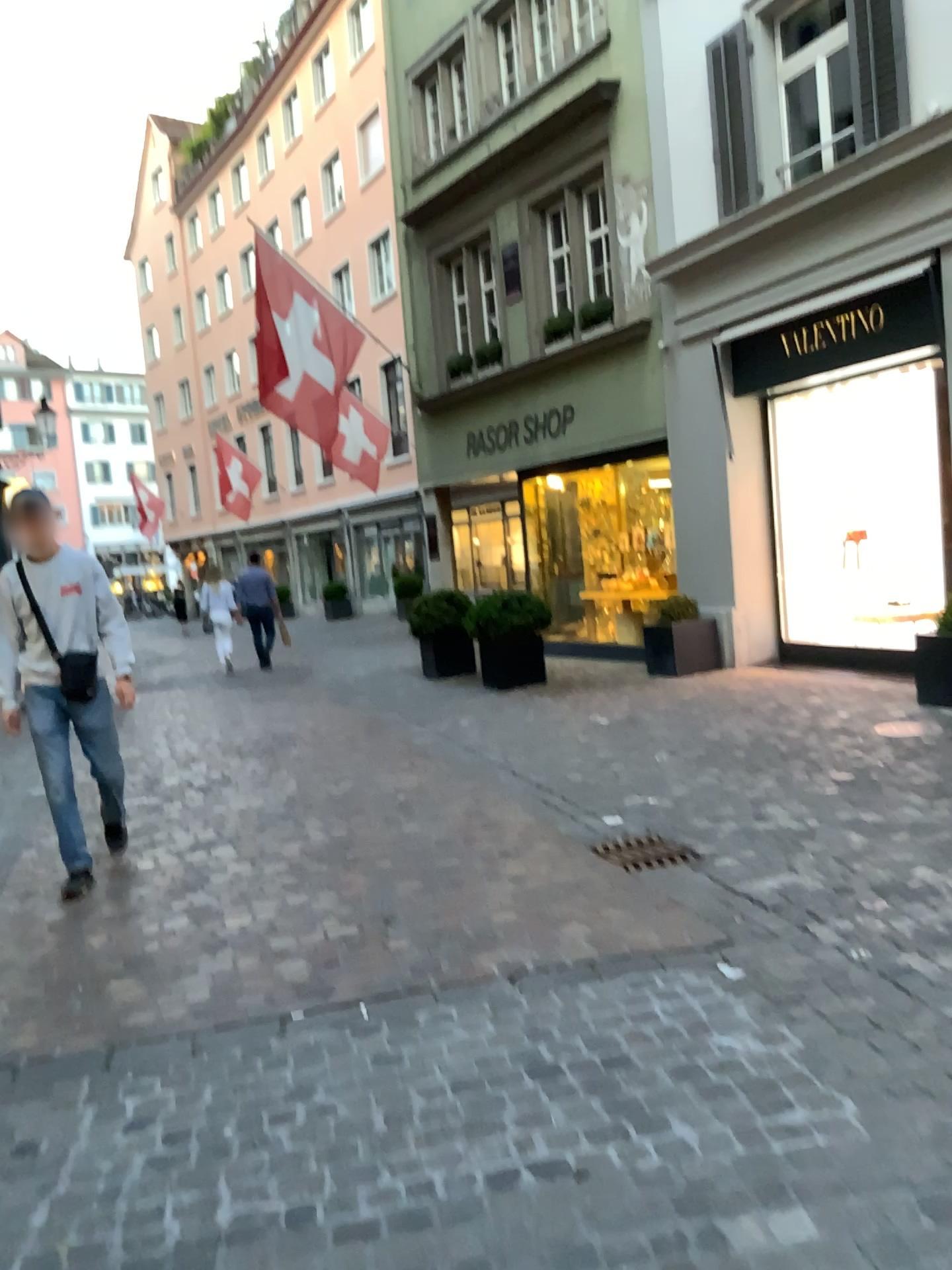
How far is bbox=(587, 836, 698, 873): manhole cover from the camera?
4.28m

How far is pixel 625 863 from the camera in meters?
4.3 m

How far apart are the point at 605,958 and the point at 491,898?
0.7m
